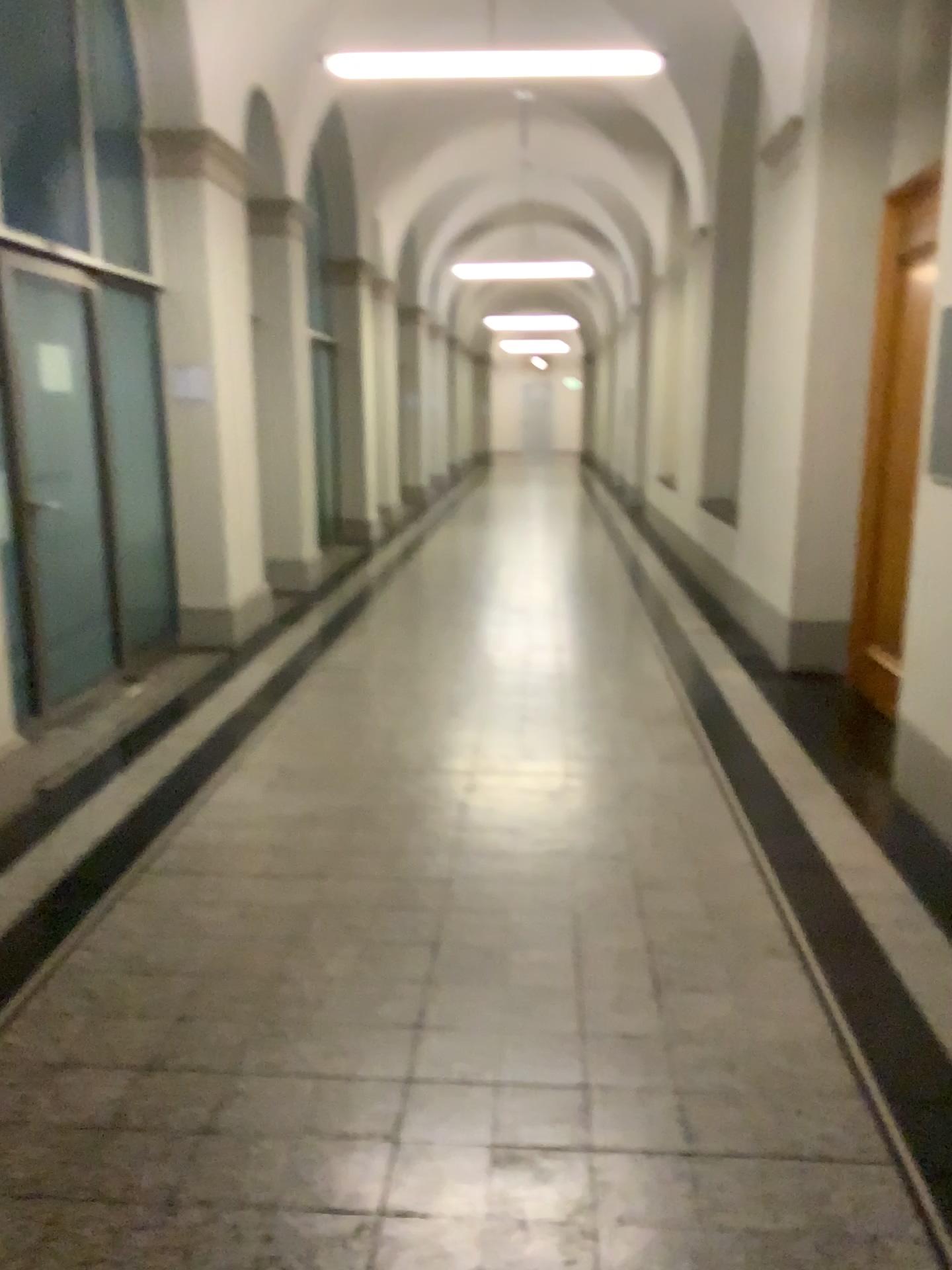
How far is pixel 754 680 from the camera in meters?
5.5 m
